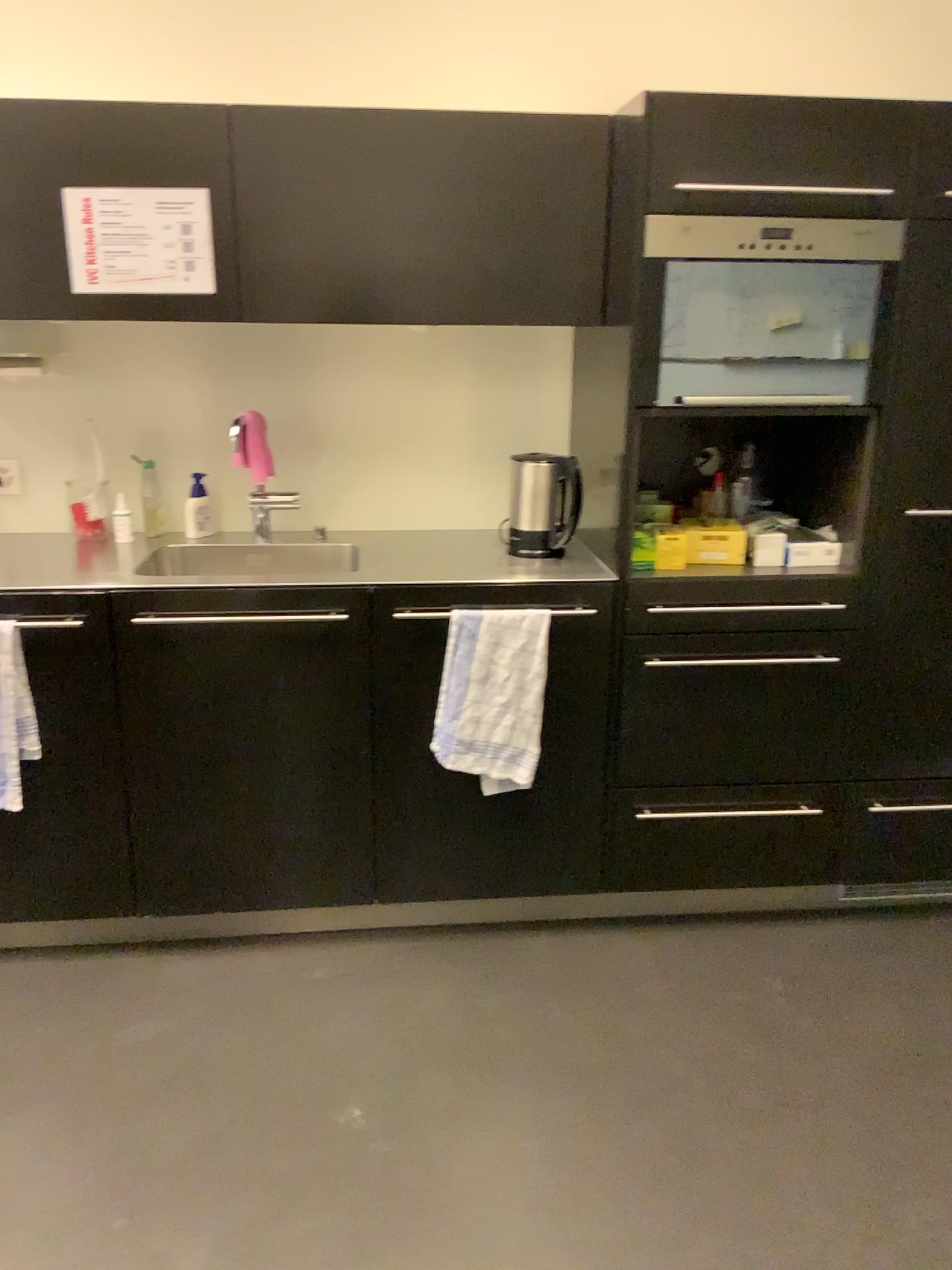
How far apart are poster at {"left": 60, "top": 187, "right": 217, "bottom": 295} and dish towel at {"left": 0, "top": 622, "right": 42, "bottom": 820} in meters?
0.8 m

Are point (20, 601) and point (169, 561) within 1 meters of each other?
yes

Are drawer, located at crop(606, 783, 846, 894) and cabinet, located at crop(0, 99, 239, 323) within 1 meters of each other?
no

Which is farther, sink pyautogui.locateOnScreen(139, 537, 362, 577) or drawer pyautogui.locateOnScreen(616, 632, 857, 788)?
sink pyautogui.locateOnScreen(139, 537, 362, 577)

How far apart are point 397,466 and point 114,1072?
1.6m

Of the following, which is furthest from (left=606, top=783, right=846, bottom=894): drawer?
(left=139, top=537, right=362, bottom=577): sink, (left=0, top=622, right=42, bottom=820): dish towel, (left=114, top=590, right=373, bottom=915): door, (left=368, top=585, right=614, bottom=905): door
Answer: (left=0, top=622, right=42, bottom=820): dish towel

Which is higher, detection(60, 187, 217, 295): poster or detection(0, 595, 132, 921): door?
detection(60, 187, 217, 295): poster

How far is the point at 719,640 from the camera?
2.43m

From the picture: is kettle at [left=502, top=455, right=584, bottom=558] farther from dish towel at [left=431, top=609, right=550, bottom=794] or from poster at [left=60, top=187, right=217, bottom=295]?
poster at [left=60, top=187, right=217, bottom=295]

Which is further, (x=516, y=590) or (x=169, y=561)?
(x=169, y=561)
